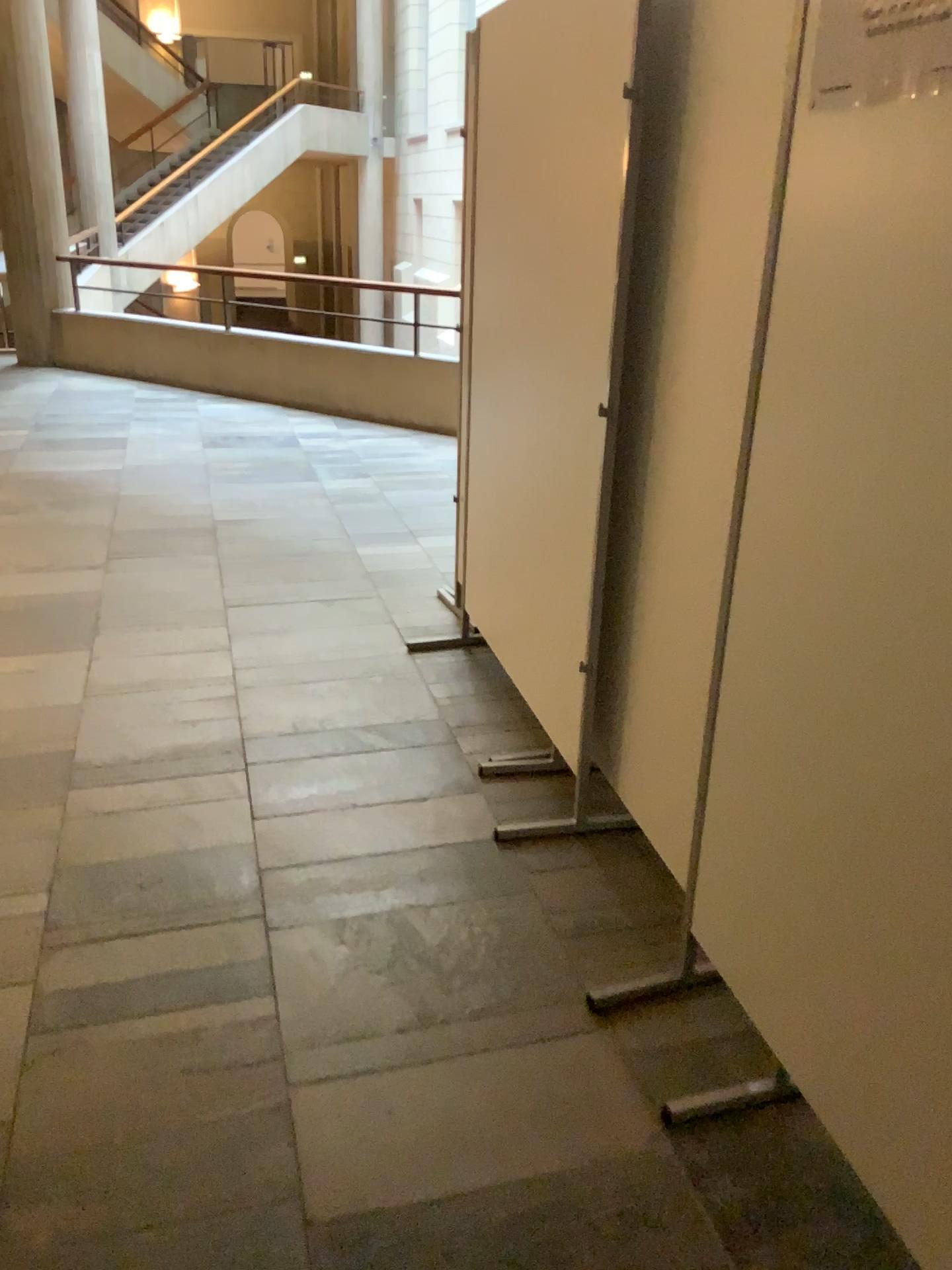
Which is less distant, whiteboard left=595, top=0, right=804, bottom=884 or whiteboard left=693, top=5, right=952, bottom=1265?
whiteboard left=693, top=5, right=952, bottom=1265

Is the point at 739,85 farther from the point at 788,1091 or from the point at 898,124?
the point at 788,1091

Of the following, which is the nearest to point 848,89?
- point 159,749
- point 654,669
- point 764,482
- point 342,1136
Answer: point 764,482

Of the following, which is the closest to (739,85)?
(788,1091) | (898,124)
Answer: (898,124)

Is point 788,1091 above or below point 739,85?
below

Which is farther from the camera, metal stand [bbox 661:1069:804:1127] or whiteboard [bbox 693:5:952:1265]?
metal stand [bbox 661:1069:804:1127]
